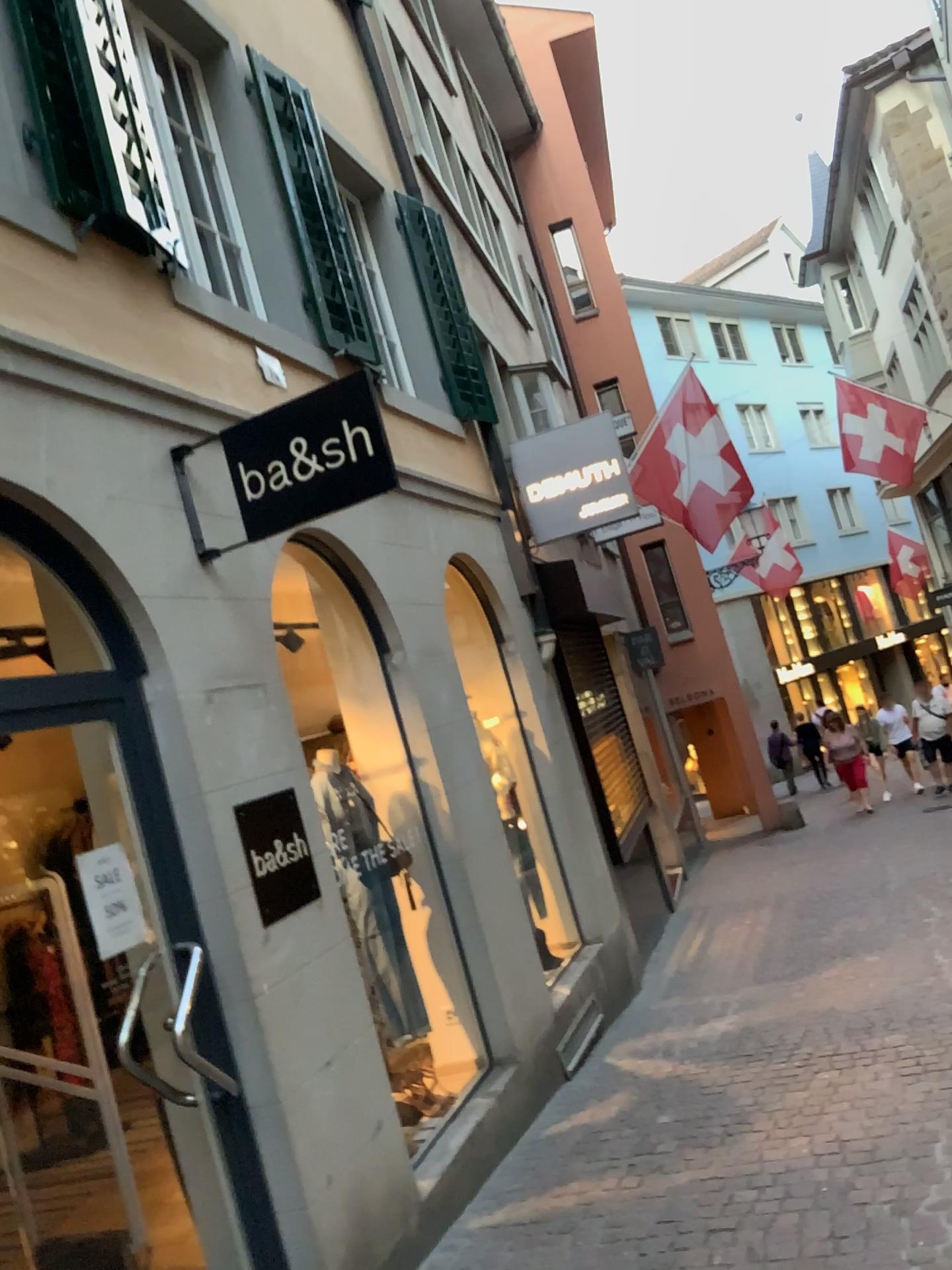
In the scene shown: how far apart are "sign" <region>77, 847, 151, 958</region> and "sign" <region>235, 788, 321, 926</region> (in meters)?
0.42

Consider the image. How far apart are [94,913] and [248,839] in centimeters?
60cm

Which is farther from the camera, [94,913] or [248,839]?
[248,839]

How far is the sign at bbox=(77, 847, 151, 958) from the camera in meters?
3.0 m

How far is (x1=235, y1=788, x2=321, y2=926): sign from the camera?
3.5 meters

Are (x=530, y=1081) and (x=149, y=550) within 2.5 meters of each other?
no

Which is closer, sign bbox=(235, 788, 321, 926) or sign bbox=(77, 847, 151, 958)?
sign bbox=(77, 847, 151, 958)

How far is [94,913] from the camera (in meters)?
2.98
